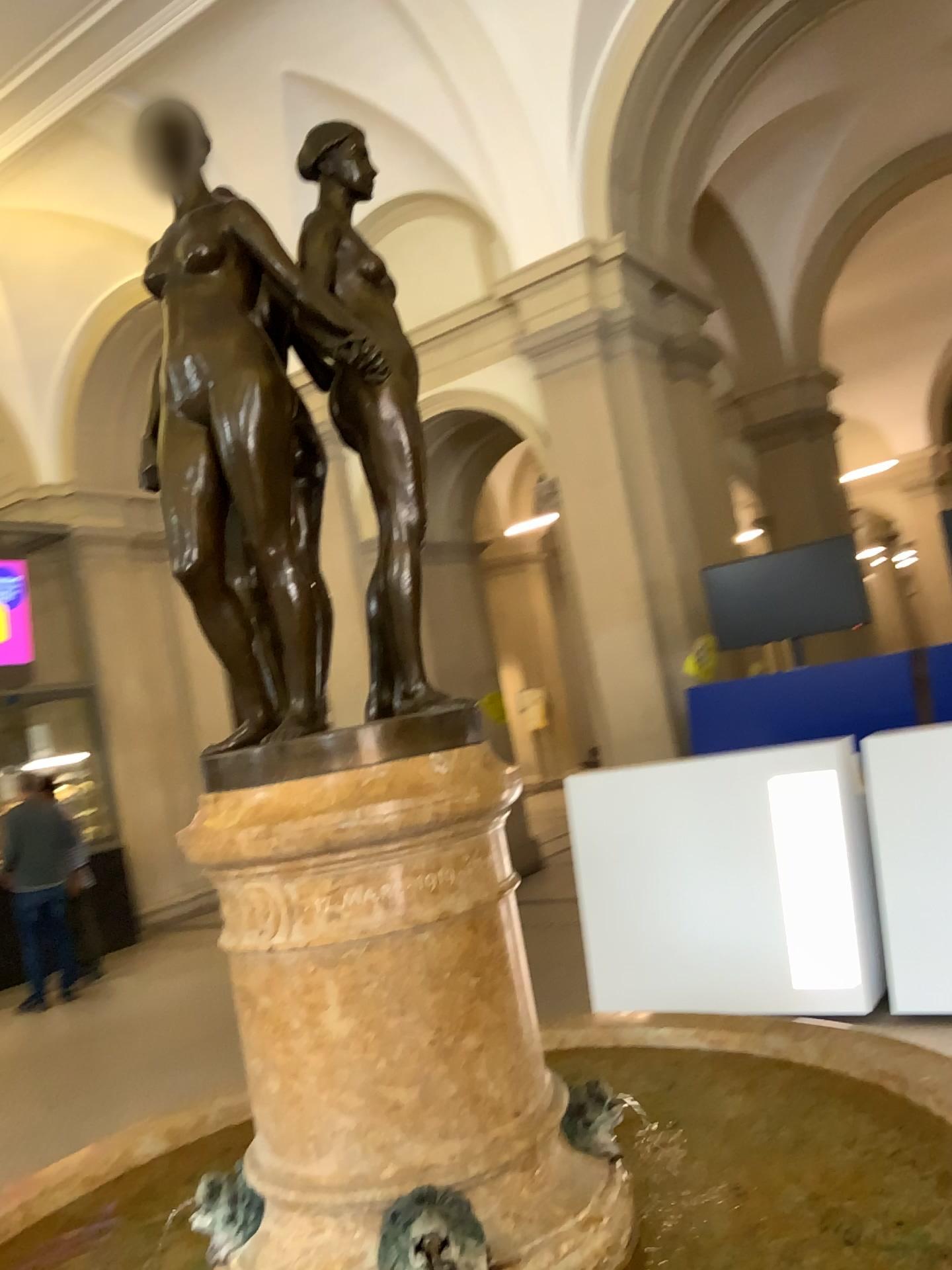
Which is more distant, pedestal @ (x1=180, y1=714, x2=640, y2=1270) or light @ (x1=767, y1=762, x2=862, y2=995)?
light @ (x1=767, y1=762, x2=862, y2=995)

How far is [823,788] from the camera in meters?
4.4 m

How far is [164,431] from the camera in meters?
1.6 m

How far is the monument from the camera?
1.4m

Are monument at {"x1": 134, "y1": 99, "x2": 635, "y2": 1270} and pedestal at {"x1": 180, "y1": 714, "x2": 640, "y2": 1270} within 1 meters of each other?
yes

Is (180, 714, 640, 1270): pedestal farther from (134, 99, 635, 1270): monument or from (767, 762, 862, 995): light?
(767, 762, 862, 995): light

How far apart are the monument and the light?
3.1m

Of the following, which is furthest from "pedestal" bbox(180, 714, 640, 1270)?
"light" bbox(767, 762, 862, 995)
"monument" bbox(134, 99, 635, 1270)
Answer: "light" bbox(767, 762, 862, 995)

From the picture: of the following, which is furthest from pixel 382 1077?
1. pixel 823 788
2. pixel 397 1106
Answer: pixel 823 788

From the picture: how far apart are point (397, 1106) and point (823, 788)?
3.4m
